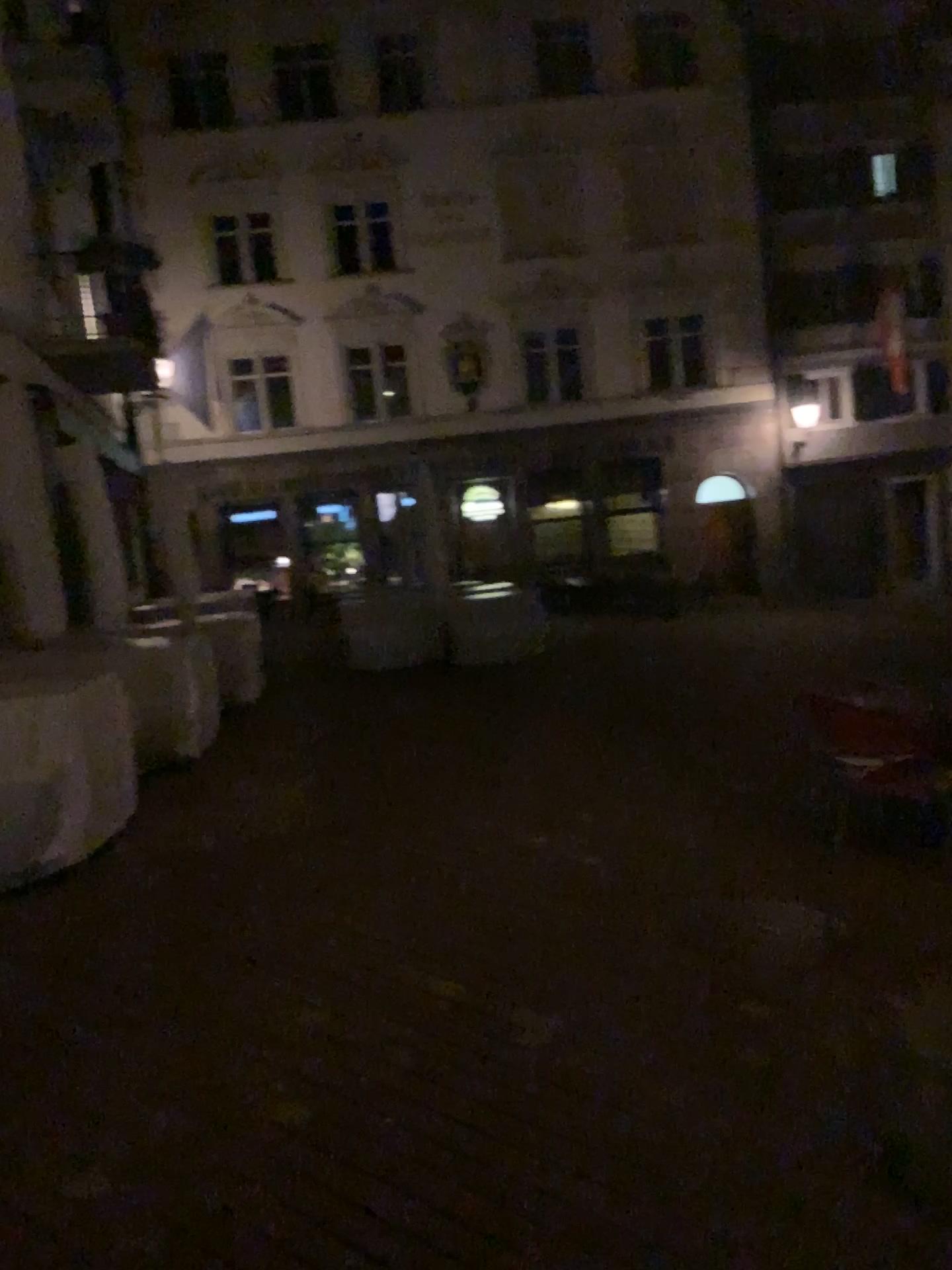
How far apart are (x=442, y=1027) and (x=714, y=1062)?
0.9m
